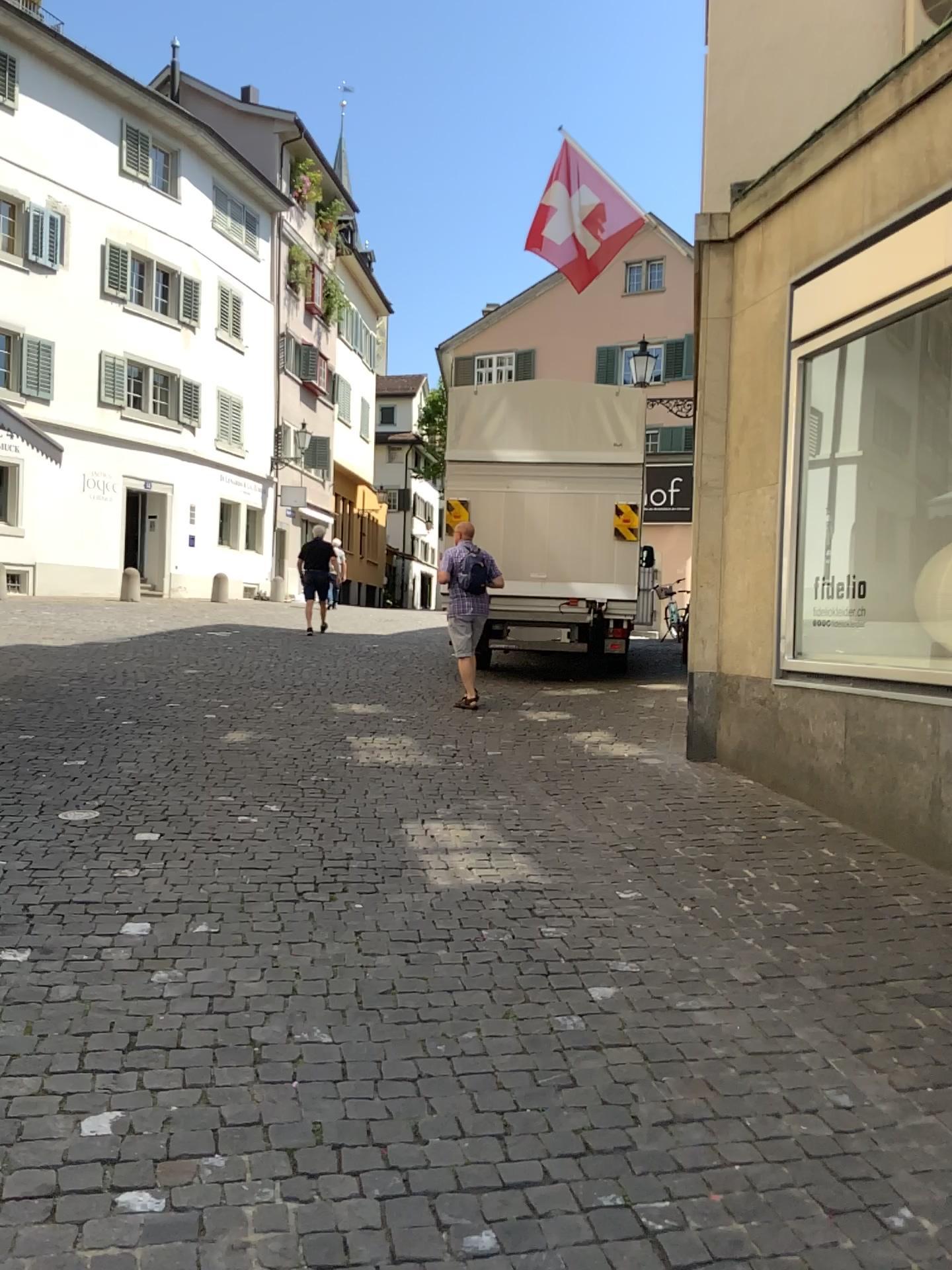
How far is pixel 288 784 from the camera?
6.0 meters
